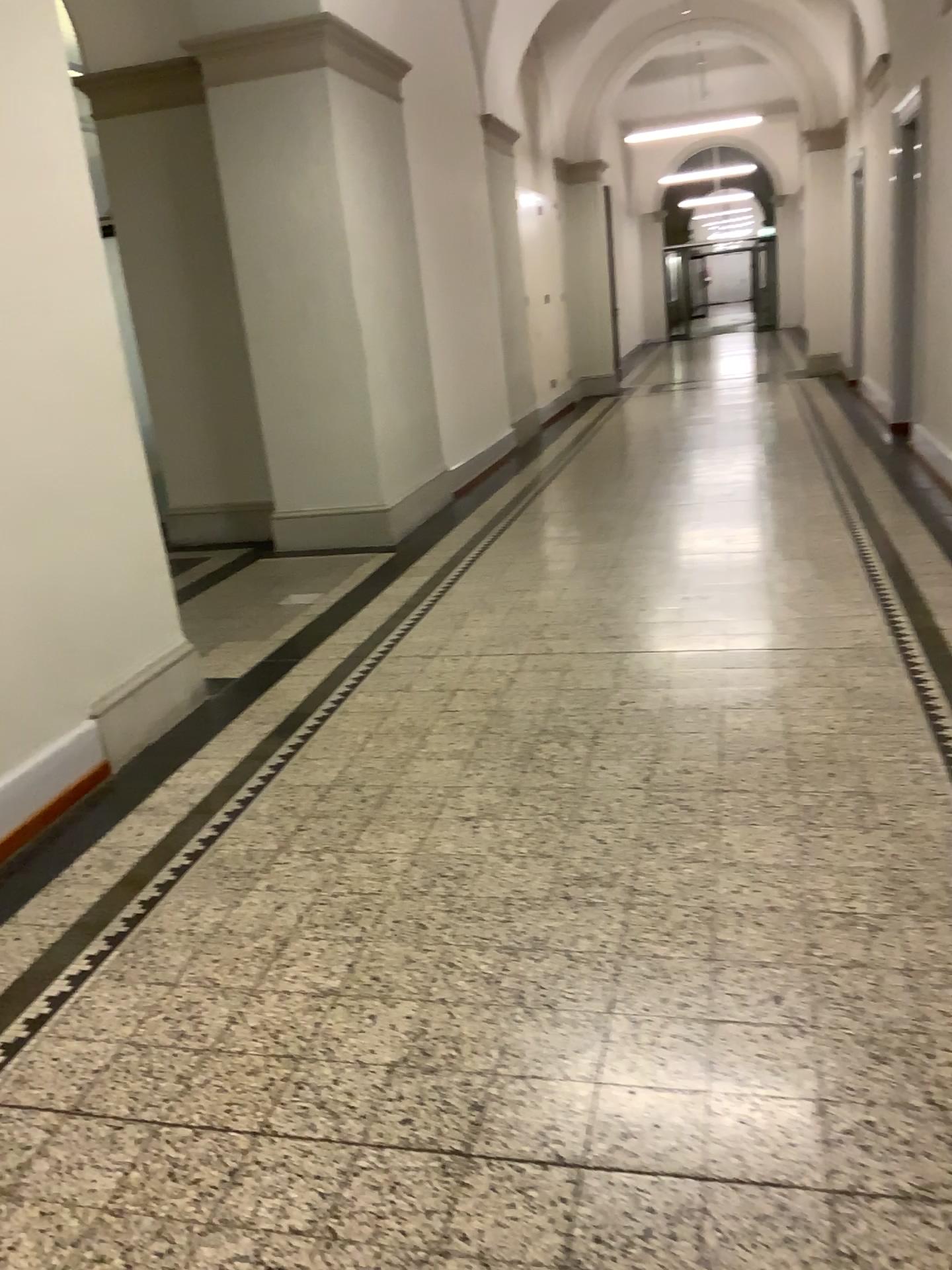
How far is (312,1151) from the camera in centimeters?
188cm
